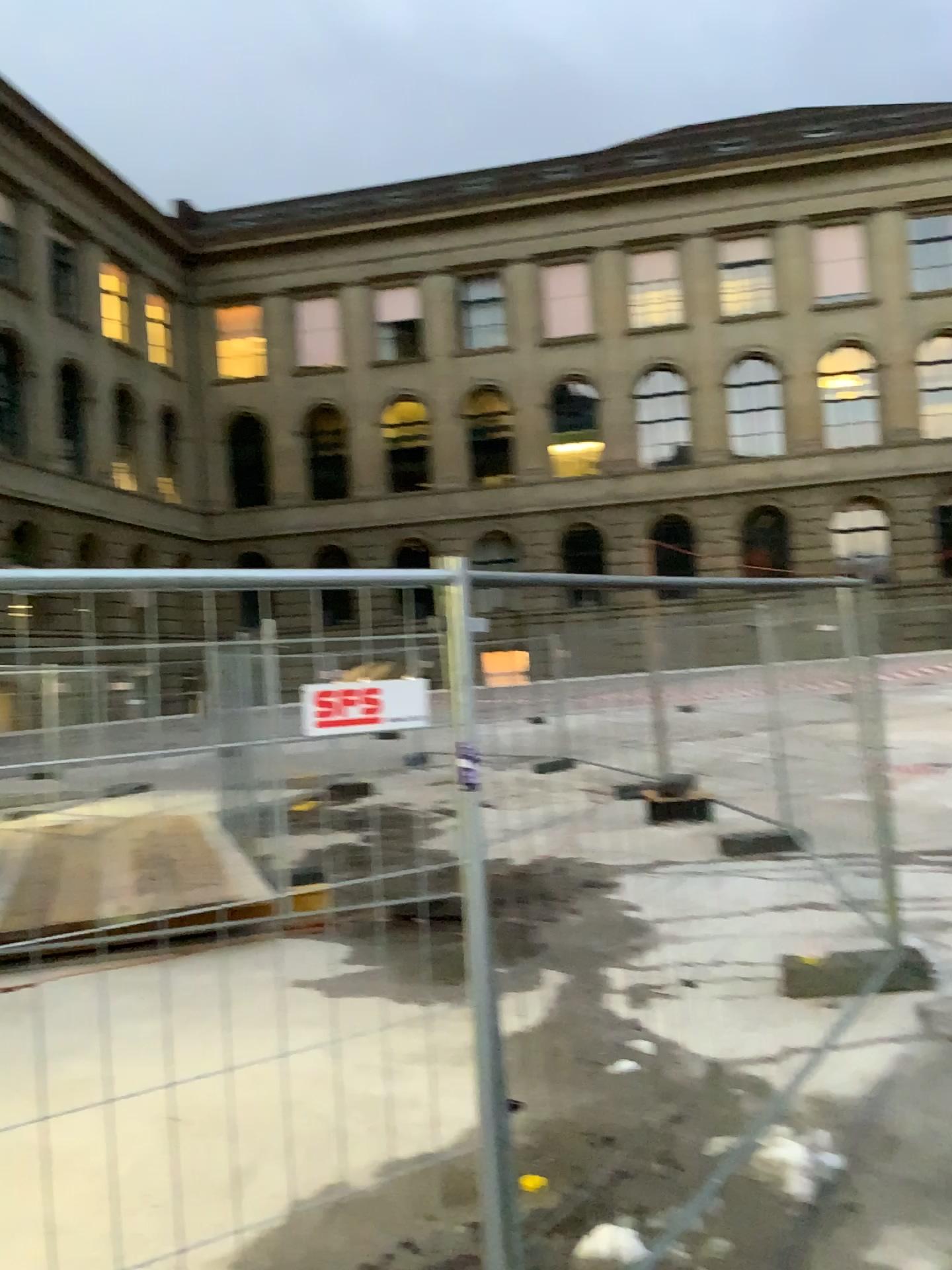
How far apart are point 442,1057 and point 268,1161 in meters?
1.1 m
